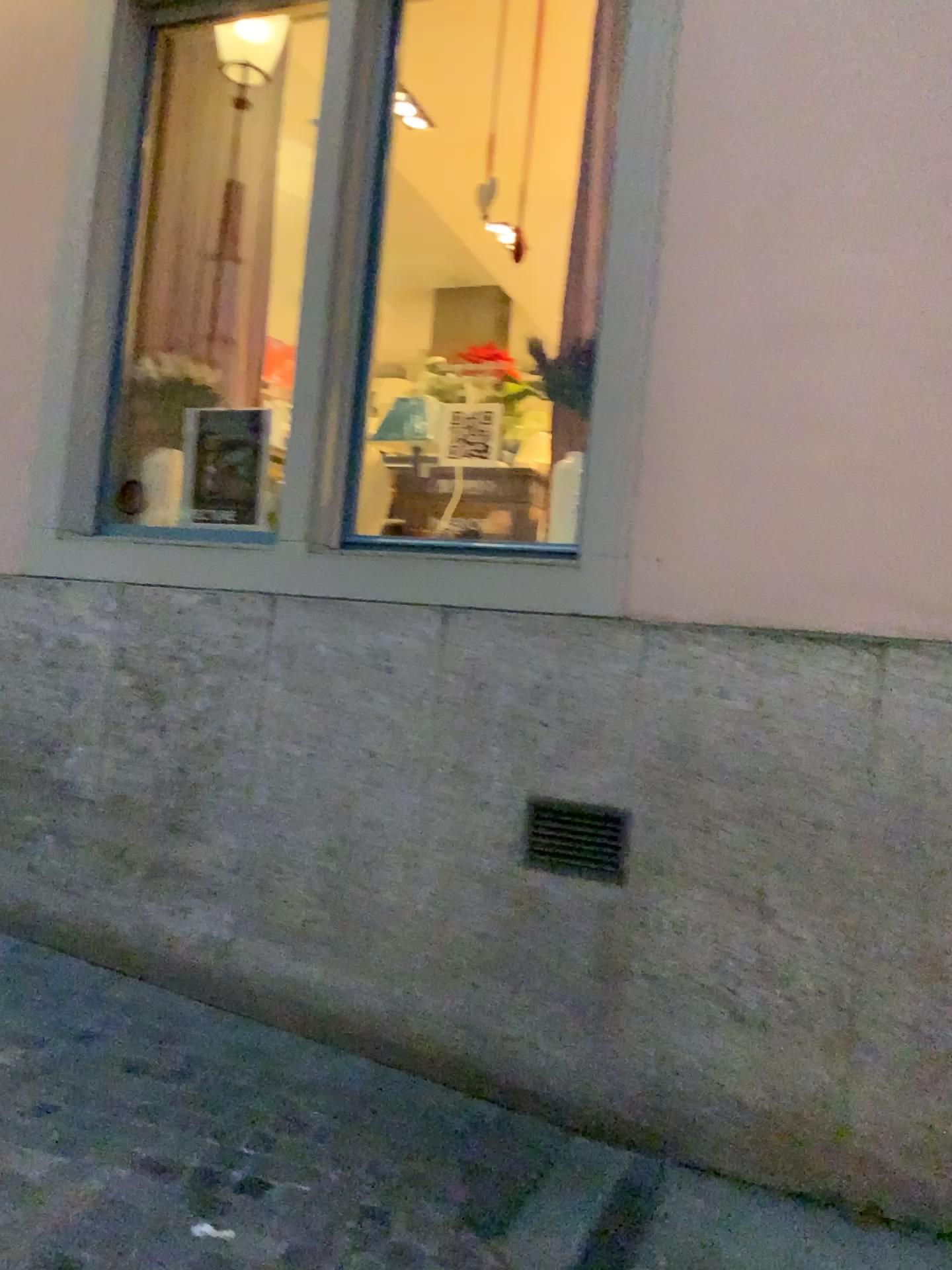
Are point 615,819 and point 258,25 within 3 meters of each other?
no

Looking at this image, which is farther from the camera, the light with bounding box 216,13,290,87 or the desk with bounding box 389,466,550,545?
the light with bounding box 216,13,290,87

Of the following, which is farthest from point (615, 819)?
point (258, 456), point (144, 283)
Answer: point (144, 283)

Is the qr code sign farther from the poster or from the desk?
the poster

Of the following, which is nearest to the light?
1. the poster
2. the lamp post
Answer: the lamp post

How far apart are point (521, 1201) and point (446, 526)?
2.1m

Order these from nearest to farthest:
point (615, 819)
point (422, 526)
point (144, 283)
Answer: point (615, 819), point (422, 526), point (144, 283)

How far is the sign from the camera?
4.2 meters

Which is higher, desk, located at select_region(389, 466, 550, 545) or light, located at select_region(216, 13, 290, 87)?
light, located at select_region(216, 13, 290, 87)

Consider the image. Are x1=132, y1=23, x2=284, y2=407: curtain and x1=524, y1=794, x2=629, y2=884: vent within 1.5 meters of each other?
no
